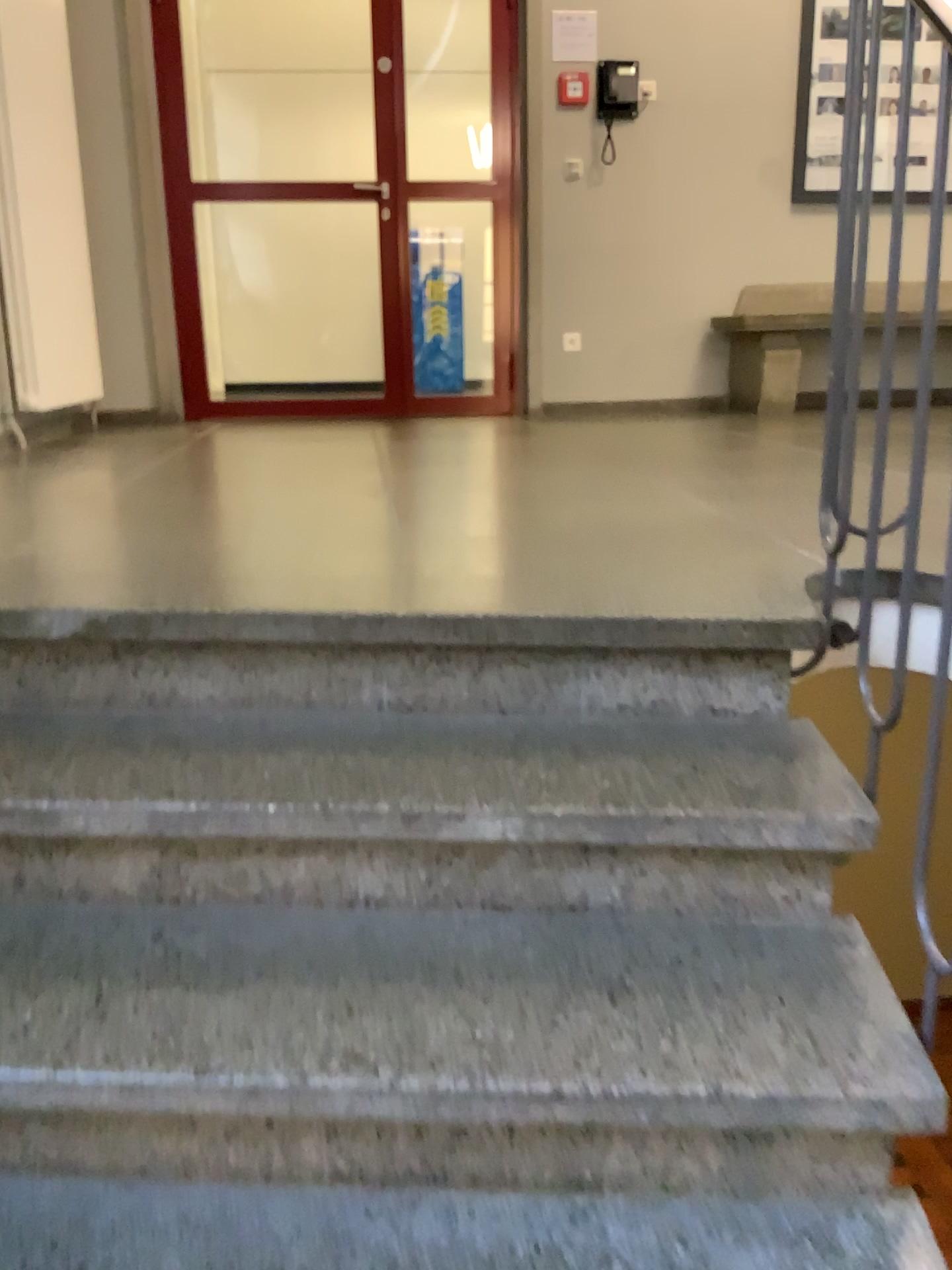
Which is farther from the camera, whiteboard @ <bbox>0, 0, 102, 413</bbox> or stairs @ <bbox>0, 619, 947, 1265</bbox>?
whiteboard @ <bbox>0, 0, 102, 413</bbox>

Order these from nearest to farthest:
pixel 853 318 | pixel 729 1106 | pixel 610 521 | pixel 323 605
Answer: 1. pixel 729 1106
2. pixel 853 318
3. pixel 323 605
4. pixel 610 521

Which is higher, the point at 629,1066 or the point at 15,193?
the point at 15,193

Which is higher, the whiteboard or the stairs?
the whiteboard

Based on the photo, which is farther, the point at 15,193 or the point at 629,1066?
the point at 15,193
